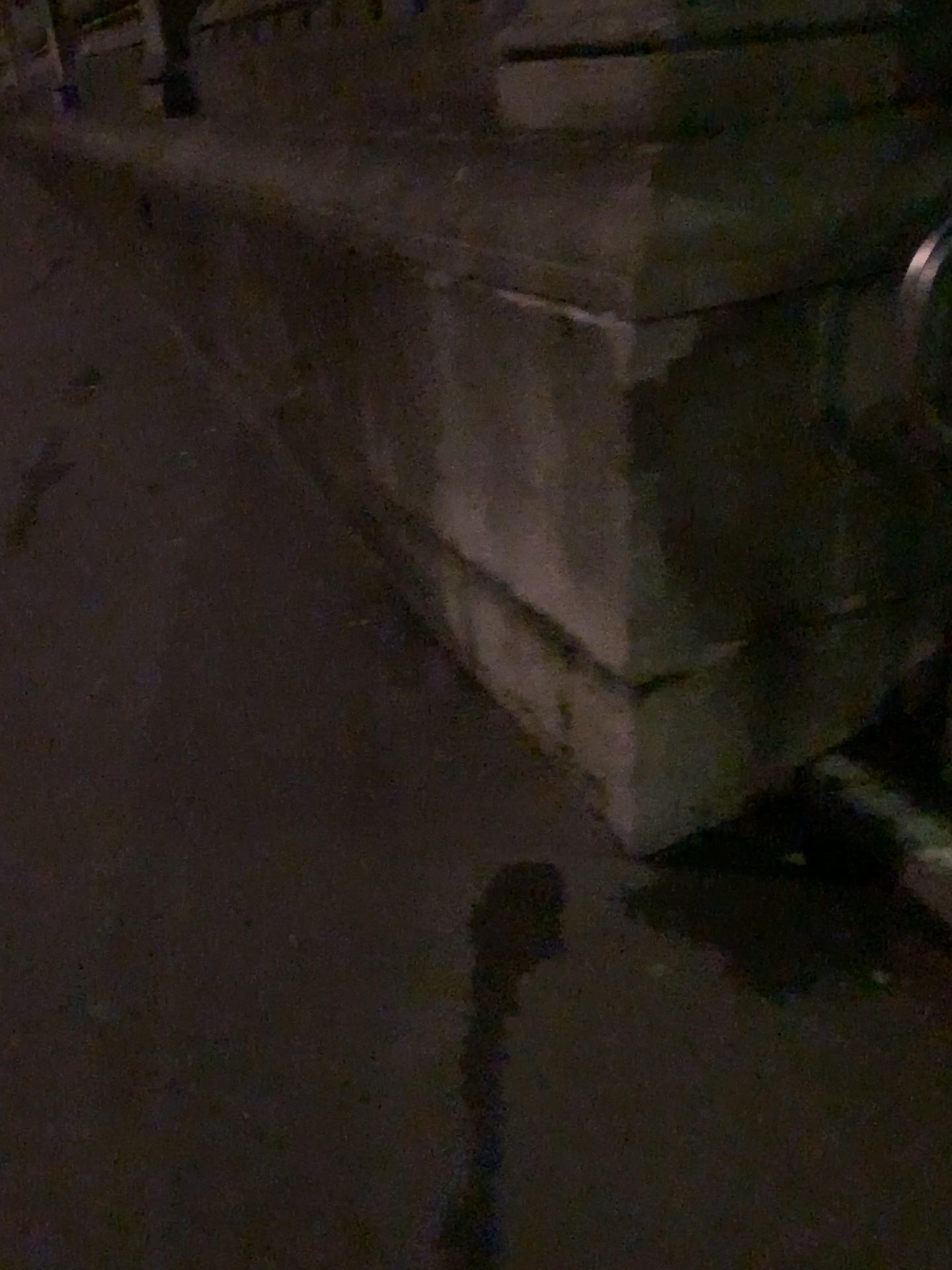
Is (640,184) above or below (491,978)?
above
